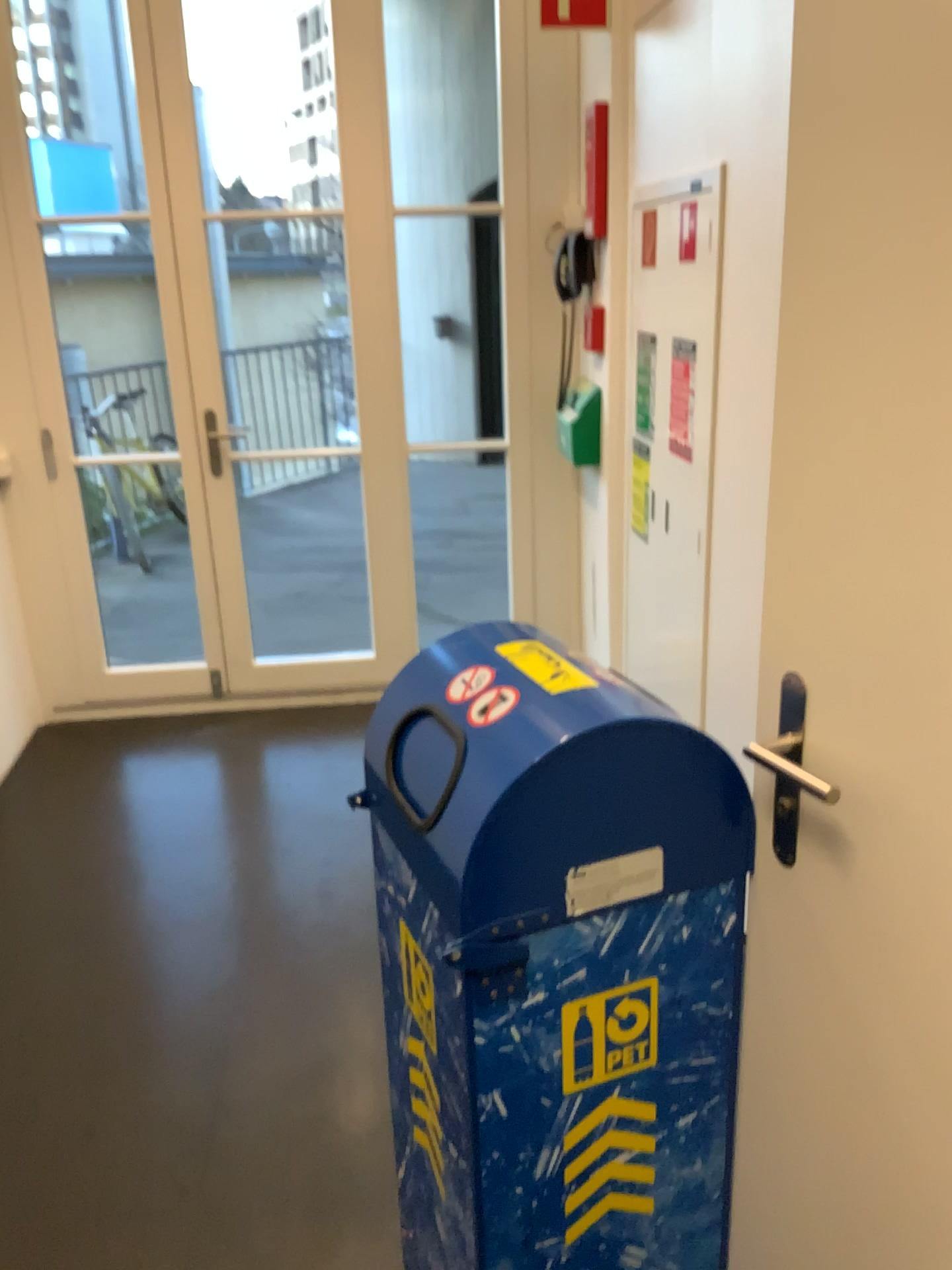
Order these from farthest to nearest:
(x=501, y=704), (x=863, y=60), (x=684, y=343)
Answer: (x=684, y=343)
(x=501, y=704)
(x=863, y=60)

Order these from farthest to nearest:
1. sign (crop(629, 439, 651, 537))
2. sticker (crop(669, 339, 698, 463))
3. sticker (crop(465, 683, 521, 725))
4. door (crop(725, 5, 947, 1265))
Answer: sign (crop(629, 439, 651, 537)), sticker (crop(669, 339, 698, 463)), sticker (crop(465, 683, 521, 725)), door (crop(725, 5, 947, 1265))

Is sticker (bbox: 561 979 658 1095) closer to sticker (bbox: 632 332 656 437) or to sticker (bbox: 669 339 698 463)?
sticker (bbox: 669 339 698 463)

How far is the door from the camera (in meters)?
0.93

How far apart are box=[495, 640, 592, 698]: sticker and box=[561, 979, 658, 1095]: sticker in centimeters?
36cm

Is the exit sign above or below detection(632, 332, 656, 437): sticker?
above

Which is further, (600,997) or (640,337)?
(640,337)

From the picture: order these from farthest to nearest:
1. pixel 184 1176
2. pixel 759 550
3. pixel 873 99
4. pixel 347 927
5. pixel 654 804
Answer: pixel 347 927 → pixel 759 550 → pixel 184 1176 → pixel 654 804 → pixel 873 99

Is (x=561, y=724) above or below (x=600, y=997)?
above

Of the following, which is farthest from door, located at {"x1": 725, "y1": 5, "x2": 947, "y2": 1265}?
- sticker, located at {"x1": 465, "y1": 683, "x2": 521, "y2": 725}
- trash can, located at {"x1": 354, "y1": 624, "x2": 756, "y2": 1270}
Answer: sticker, located at {"x1": 465, "y1": 683, "x2": 521, "y2": 725}
